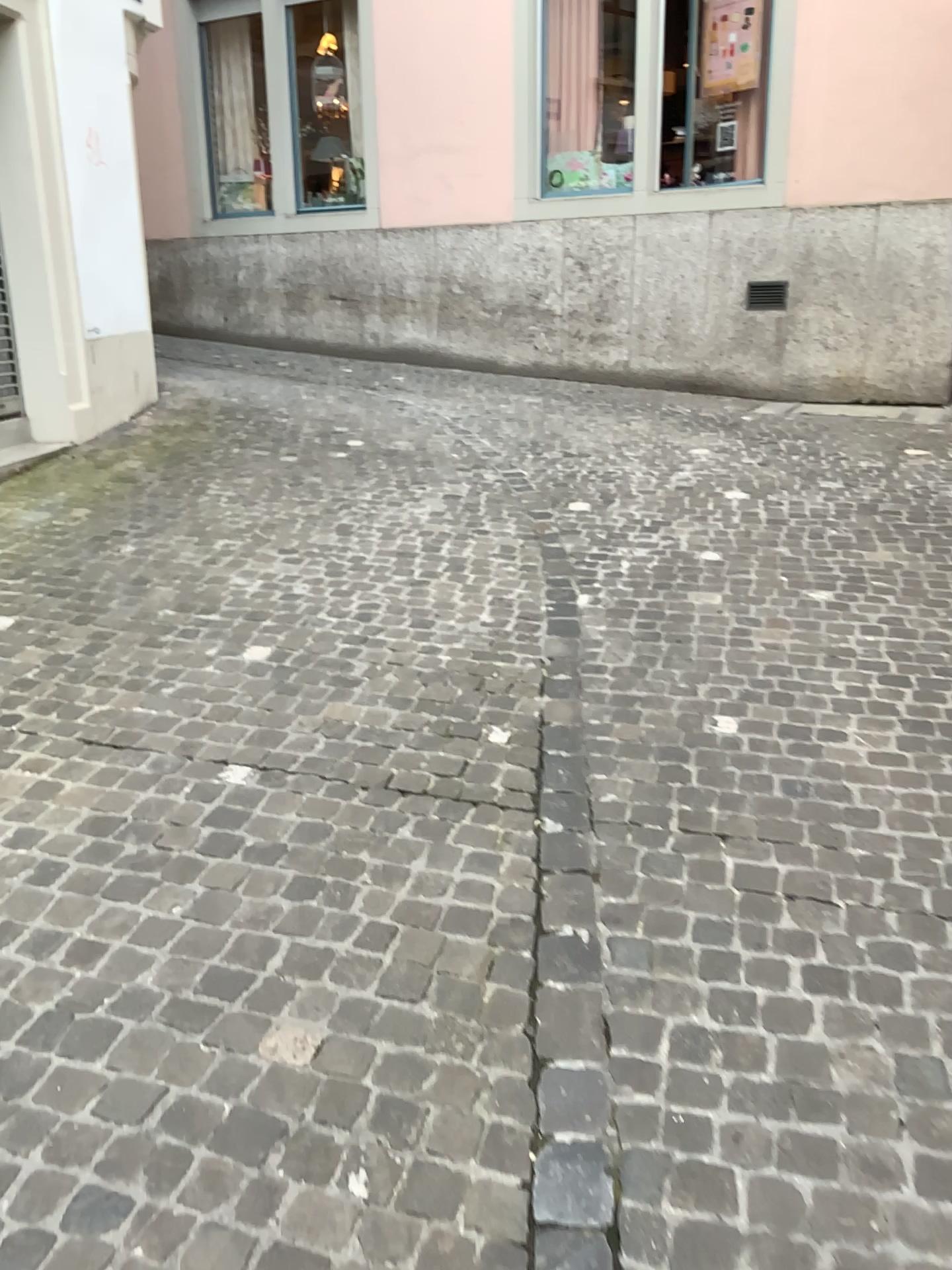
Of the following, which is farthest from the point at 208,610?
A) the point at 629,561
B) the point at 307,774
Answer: the point at 629,561
